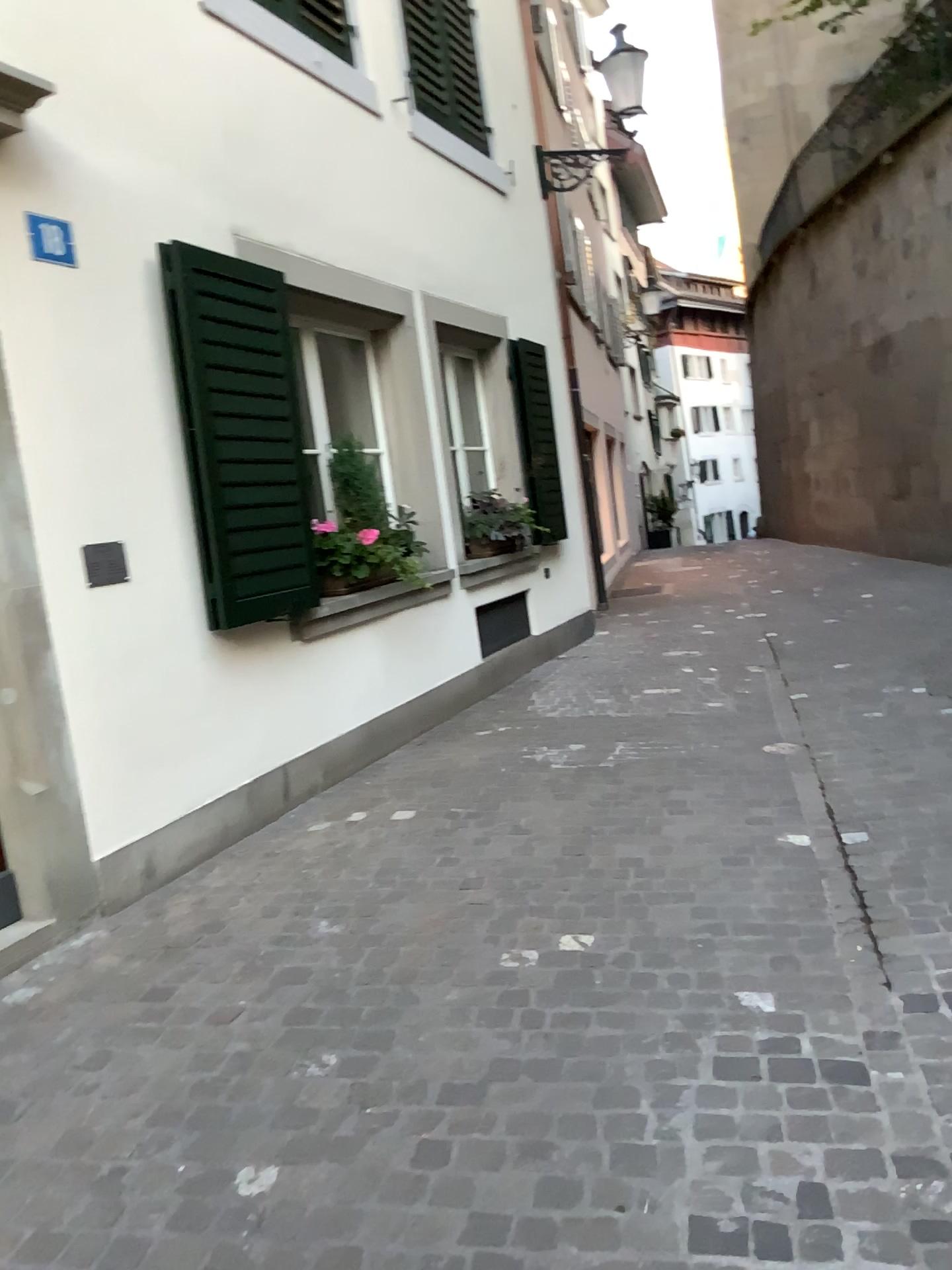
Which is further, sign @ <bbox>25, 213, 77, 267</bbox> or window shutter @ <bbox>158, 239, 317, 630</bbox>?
window shutter @ <bbox>158, 239, 317, 630</bbox>

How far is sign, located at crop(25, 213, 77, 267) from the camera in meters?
3.6

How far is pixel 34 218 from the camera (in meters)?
3.58

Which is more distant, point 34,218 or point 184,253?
point 184,253

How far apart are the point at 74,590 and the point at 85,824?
0.8m
